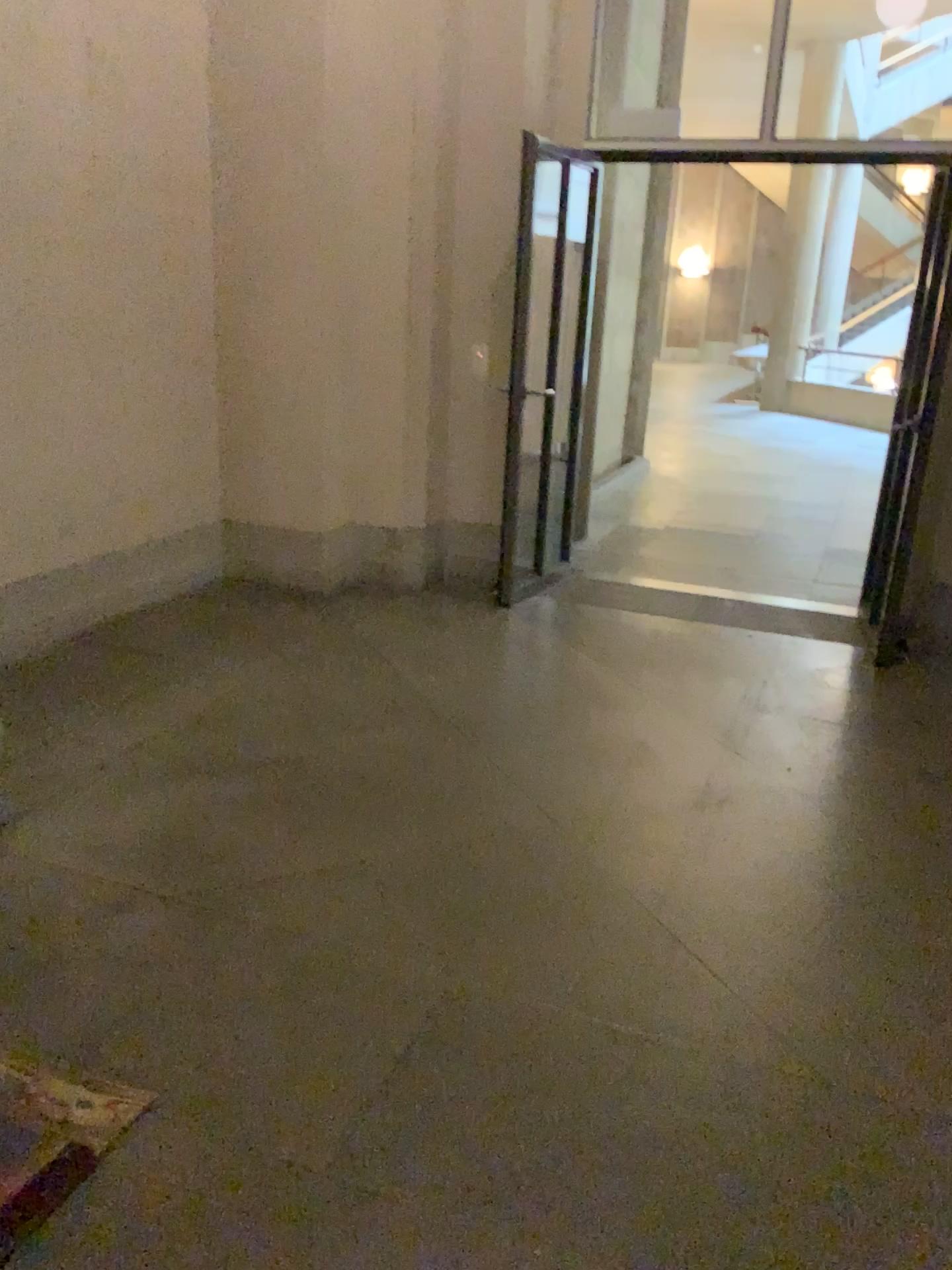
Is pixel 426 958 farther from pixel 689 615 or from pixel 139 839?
pixel 689 615
